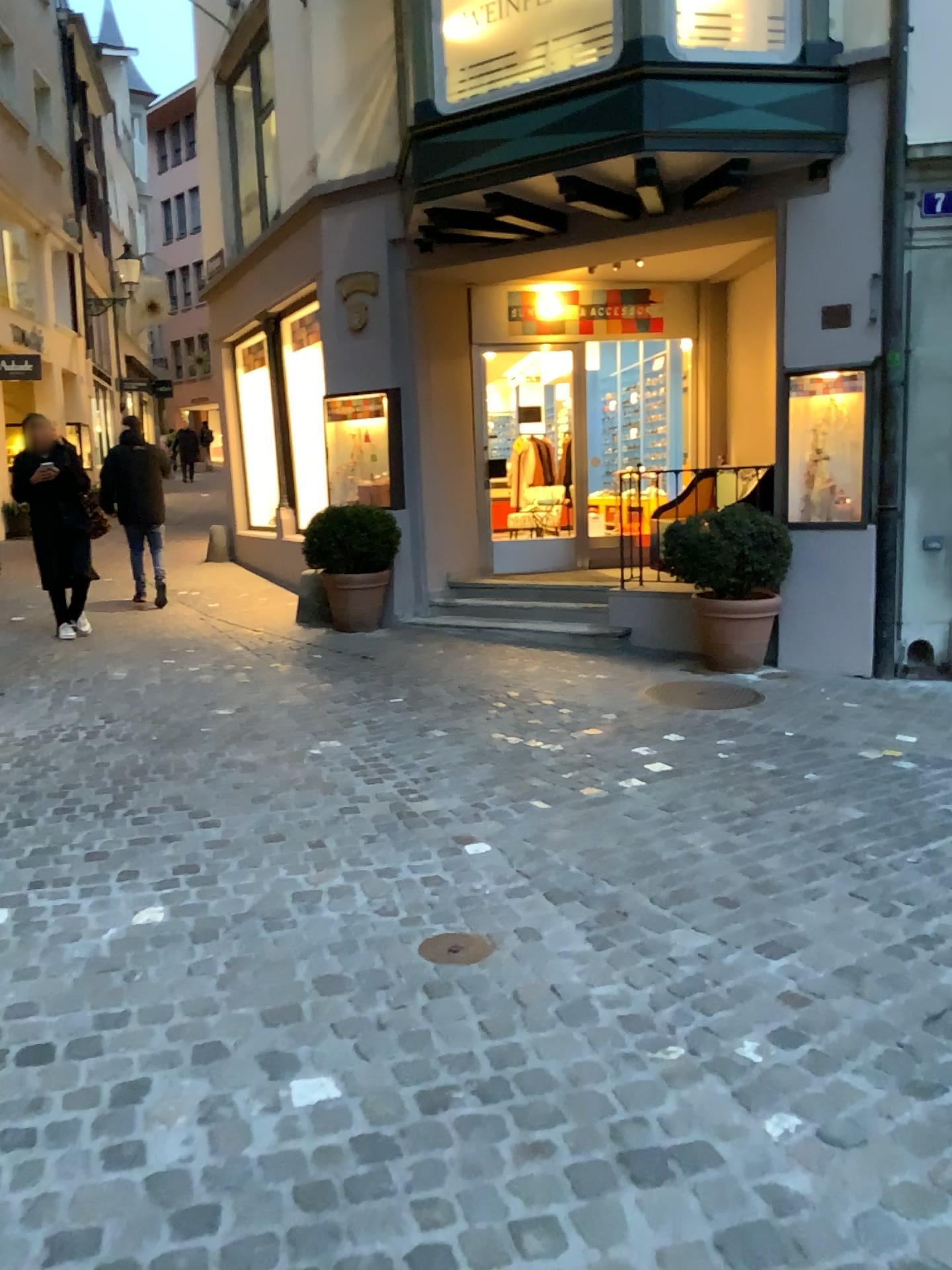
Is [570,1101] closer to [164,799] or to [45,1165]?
[45,1165]
